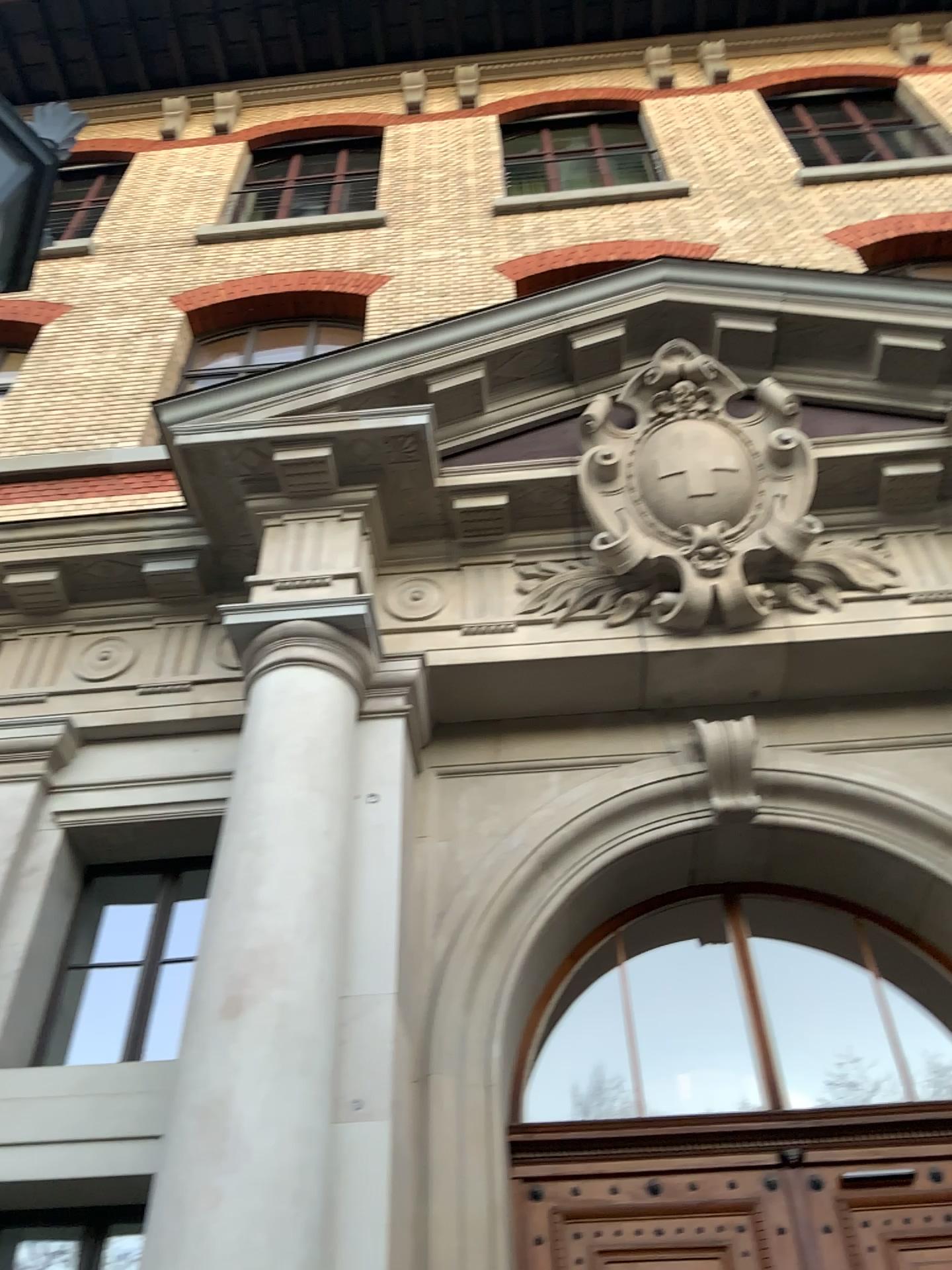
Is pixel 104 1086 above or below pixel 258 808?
below
